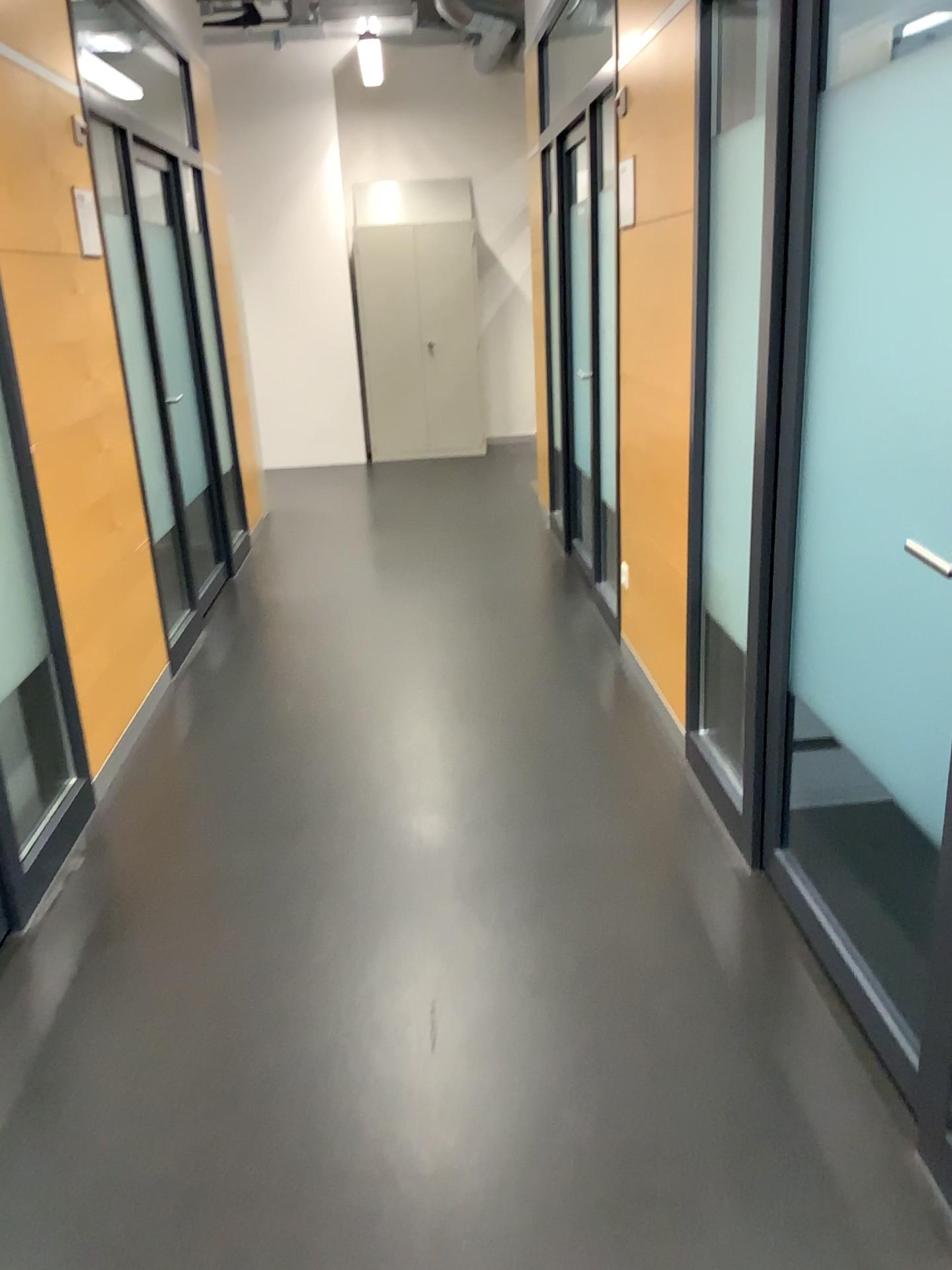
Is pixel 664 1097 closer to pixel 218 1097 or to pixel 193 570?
pixel 218 1097
